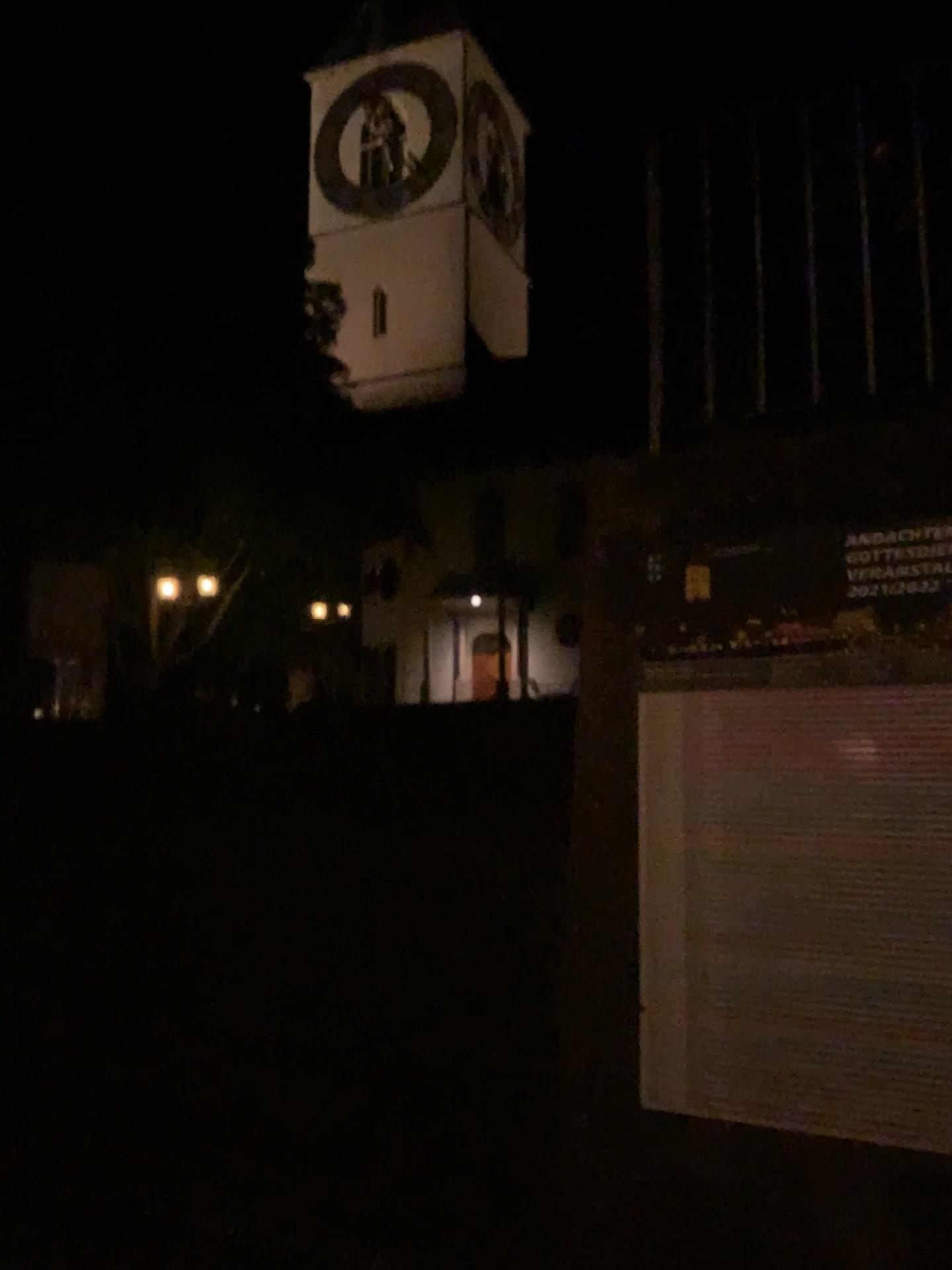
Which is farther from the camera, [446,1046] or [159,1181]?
[446,1046]
